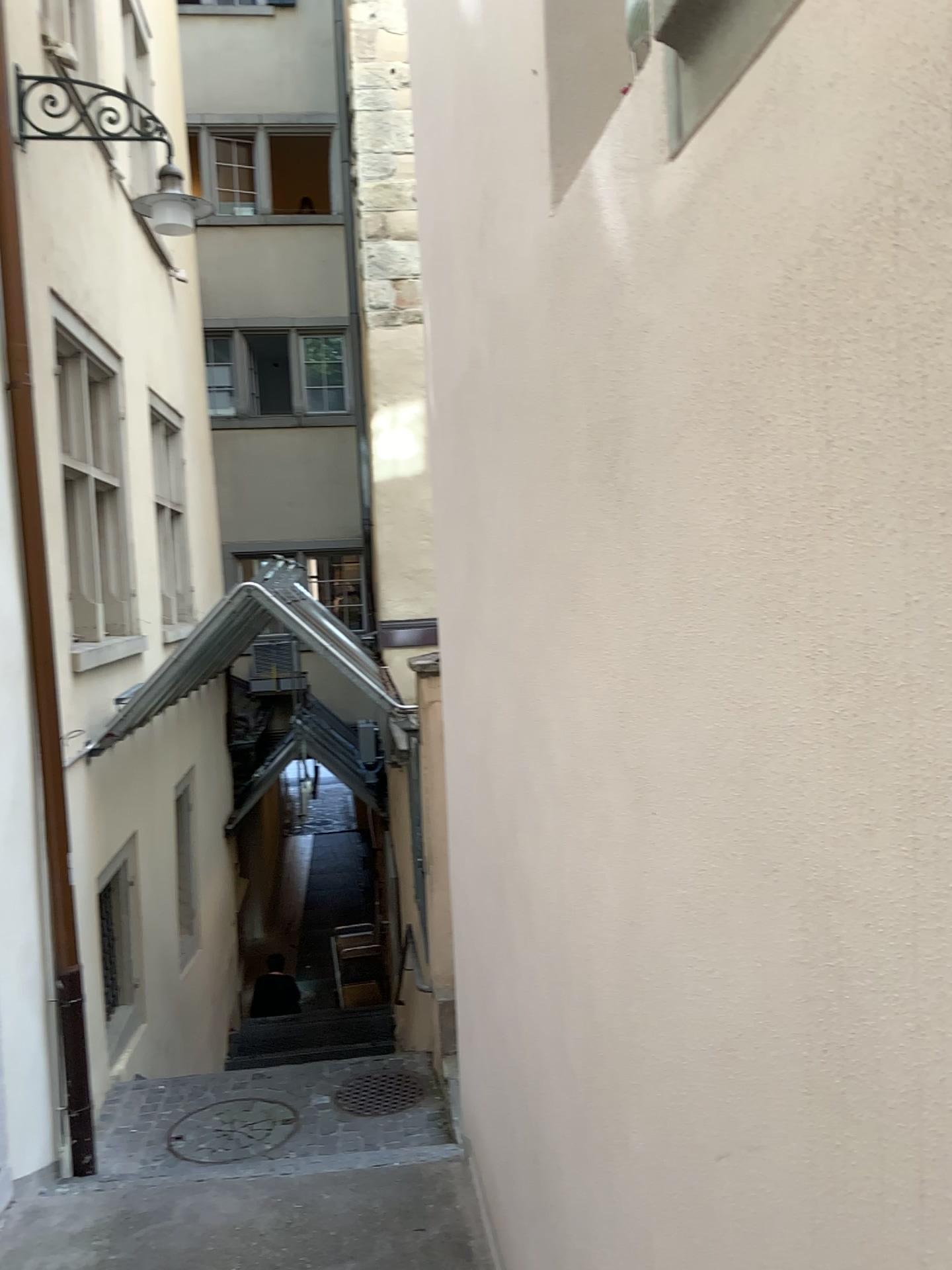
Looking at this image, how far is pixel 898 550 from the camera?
0.77m
